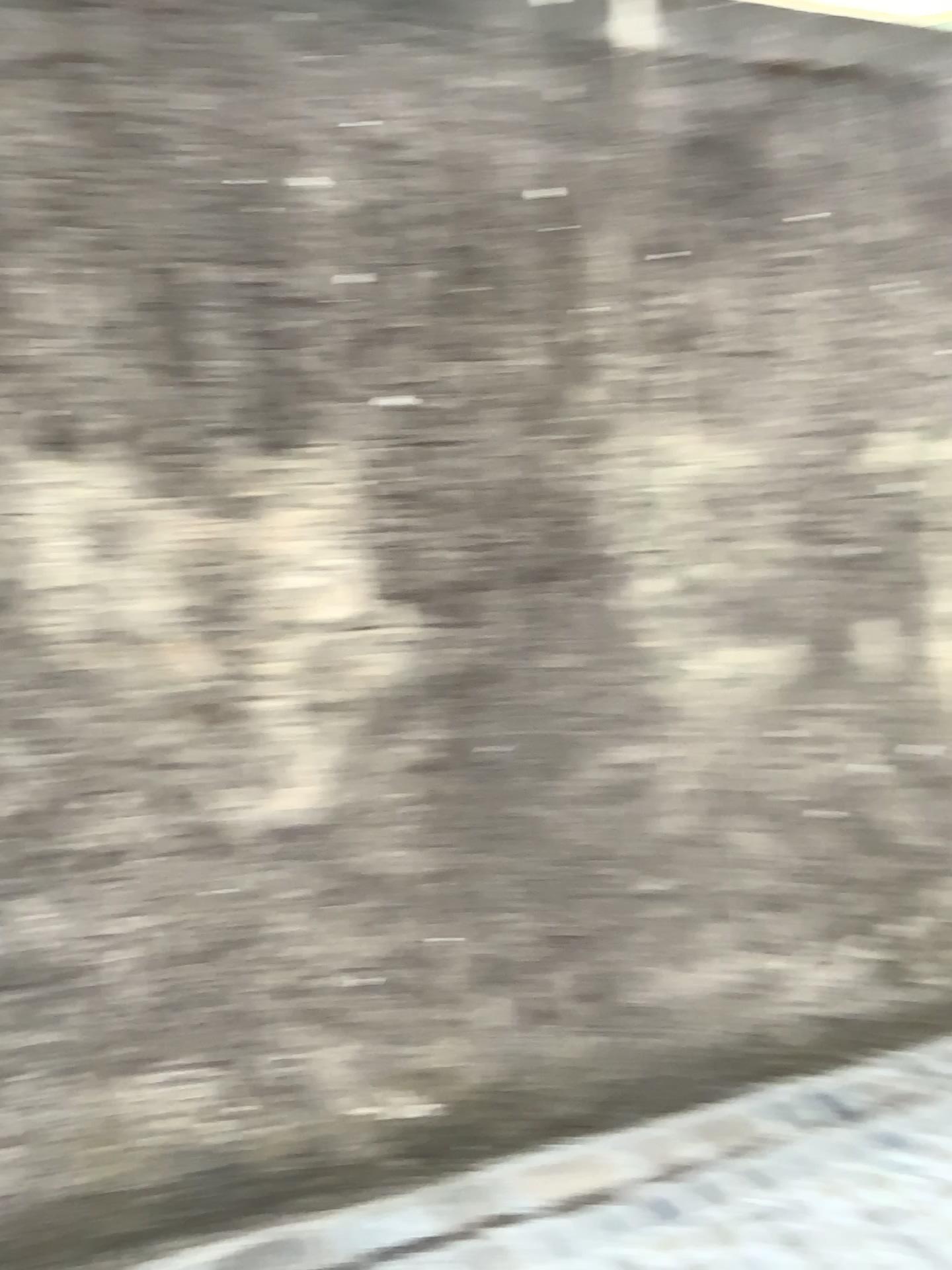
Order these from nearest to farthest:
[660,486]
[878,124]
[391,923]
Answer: [391,923]
[660,486]
[878,124]
